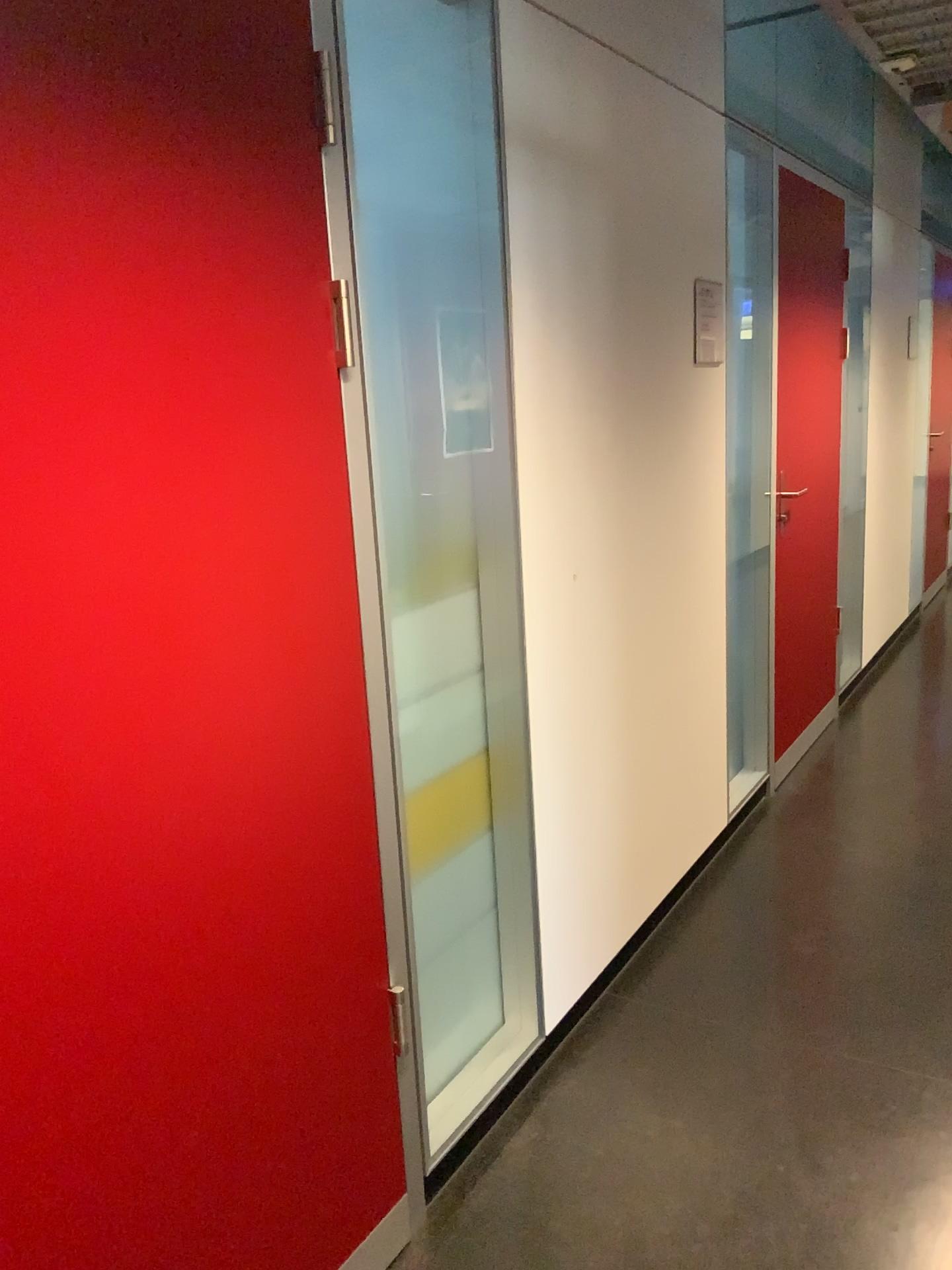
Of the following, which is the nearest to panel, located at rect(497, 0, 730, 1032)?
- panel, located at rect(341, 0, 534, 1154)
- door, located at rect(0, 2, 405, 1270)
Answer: panel, located at rect(341, 0, 534, 1154)

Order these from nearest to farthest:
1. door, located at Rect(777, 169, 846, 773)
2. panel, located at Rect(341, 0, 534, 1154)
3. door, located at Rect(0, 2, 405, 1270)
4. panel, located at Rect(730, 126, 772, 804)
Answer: door, located at Rect(0, 2, 405, 1270) < panel, located at Rect(341, 0, 534, 1154) < panel, located at Rect(730, 126, 772, 804) < door, located at Rect(777, 169, 846, 773)

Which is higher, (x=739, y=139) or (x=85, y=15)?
(x=739, y=139)

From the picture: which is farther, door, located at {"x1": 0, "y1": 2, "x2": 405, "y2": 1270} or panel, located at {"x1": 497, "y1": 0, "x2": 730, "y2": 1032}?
panel, located at {"x1": 497, "y1": 0, "x2": 730, "y2": 1032}

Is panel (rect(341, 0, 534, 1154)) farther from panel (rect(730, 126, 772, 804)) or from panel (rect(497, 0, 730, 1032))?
panel (rect(730, 126, 772, 804))

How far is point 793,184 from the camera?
3.6m

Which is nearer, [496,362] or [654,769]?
[496,362]

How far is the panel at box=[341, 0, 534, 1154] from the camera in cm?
189

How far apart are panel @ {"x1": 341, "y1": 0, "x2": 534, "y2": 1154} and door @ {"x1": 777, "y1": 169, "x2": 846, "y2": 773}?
1.82m

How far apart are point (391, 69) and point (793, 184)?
2.2 meters
